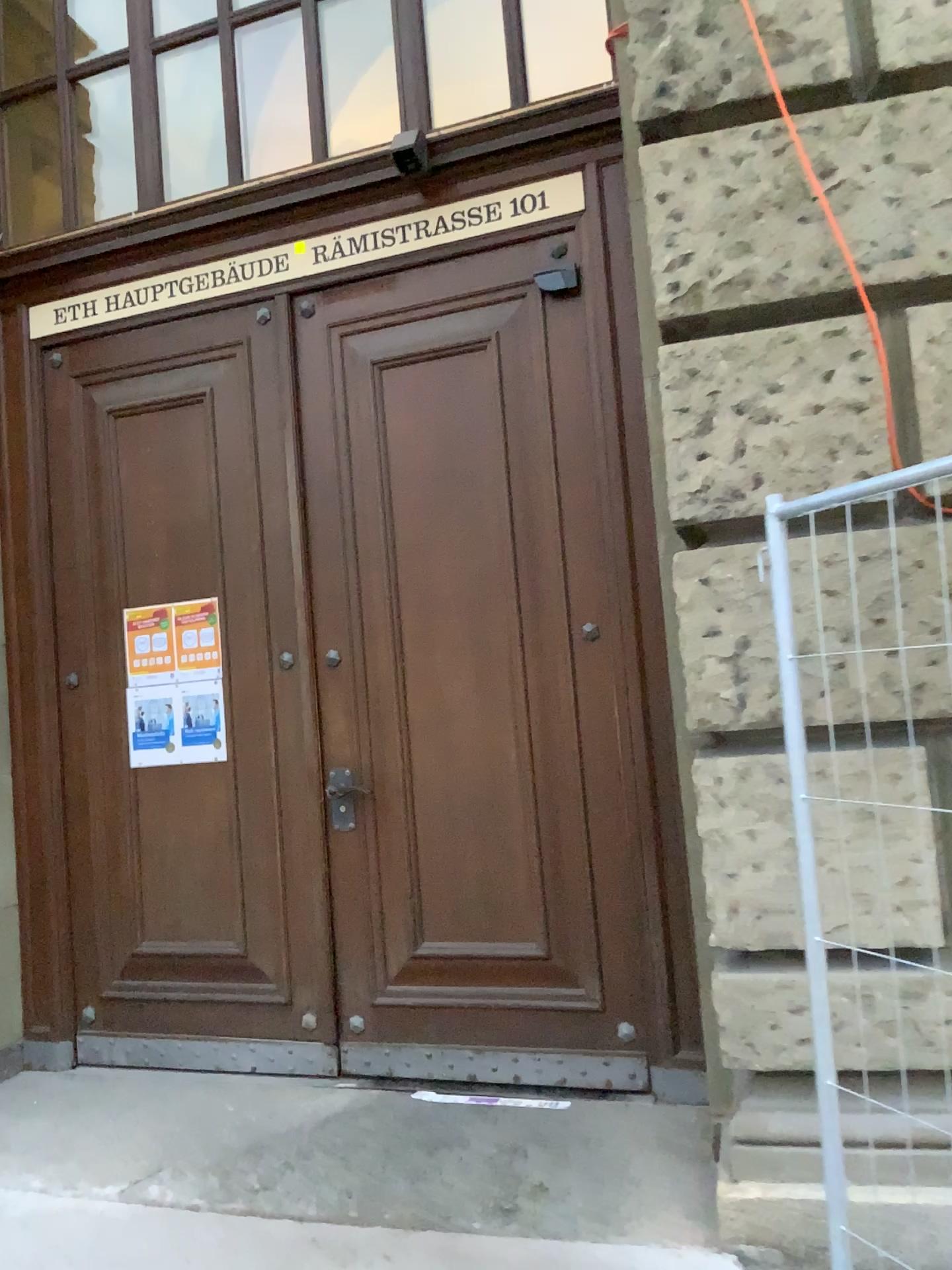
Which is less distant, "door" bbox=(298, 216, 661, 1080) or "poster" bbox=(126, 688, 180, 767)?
"door" bbox=(298, 216, 661, 1080)

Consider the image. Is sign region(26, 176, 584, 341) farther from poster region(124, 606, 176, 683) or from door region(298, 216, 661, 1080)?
poster region(124, 606, 176, 683)

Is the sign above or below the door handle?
above

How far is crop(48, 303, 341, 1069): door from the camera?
3.77m

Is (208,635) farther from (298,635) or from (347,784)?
(347,784)

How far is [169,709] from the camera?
3.9m

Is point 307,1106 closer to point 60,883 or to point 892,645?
point 60,883

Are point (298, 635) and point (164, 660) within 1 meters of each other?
yes

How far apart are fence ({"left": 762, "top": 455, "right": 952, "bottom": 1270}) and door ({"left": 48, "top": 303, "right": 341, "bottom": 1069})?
1.9 meters

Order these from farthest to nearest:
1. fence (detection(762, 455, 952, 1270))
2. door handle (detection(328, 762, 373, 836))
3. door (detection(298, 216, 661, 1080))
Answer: door handle (detection(328, 762, 373, 836))
door (detection(298, 216, 661, 1080))
fence (detection(762, 455, 952, 1270))
